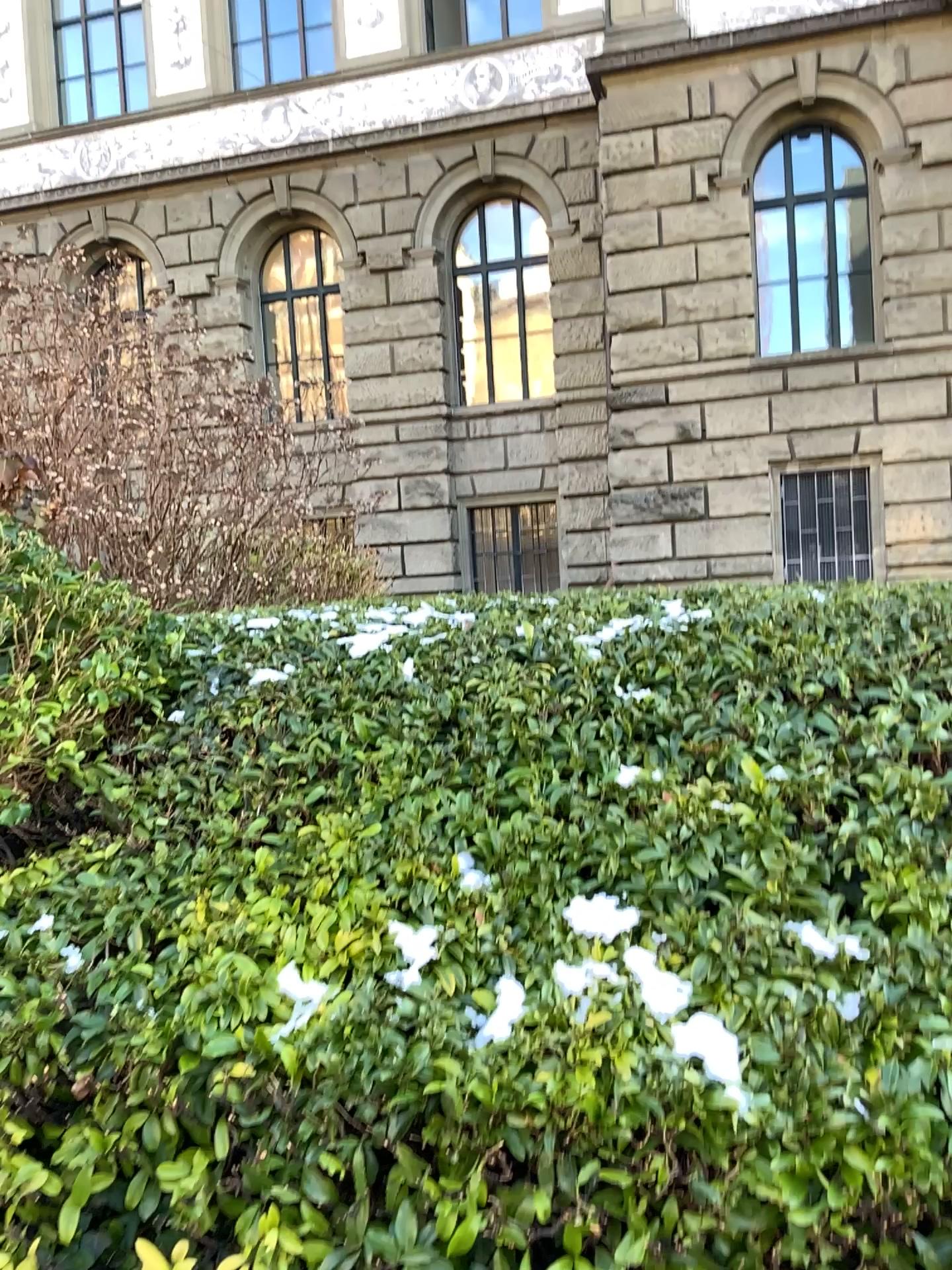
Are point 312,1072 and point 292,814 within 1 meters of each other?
yes
